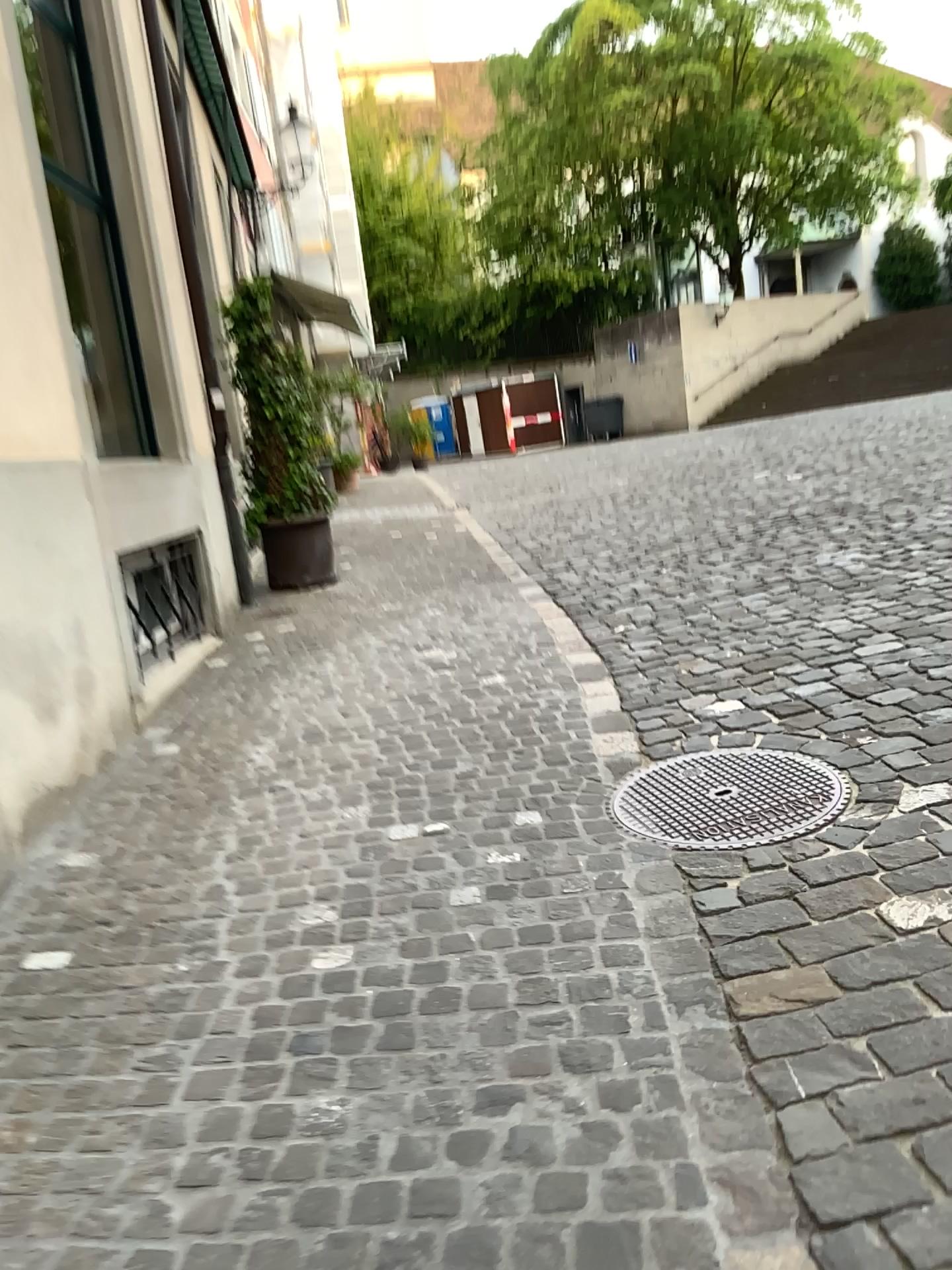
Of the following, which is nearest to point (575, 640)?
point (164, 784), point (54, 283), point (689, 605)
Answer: point (689, 605)
